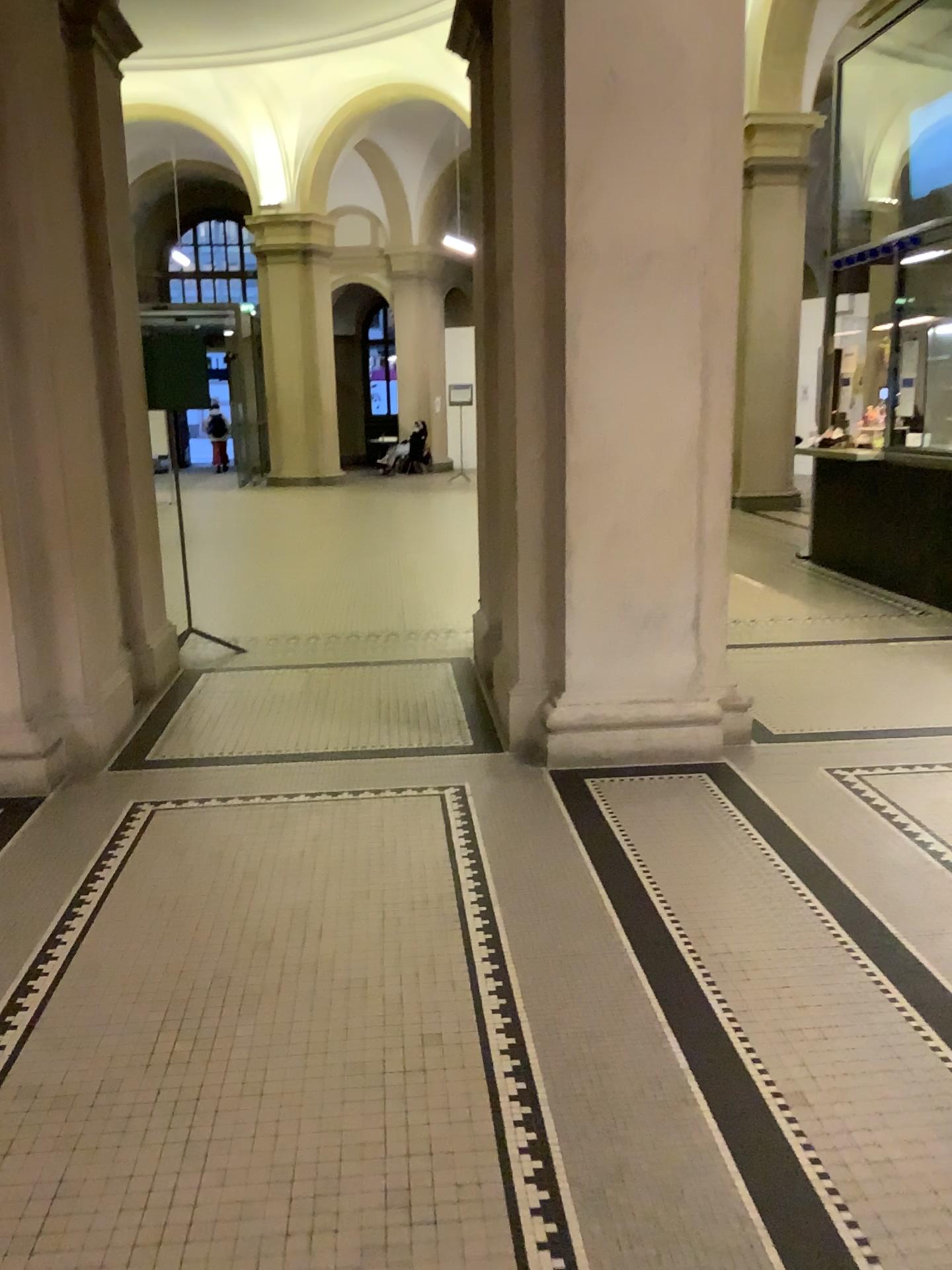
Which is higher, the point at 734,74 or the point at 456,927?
the point at 734,74
